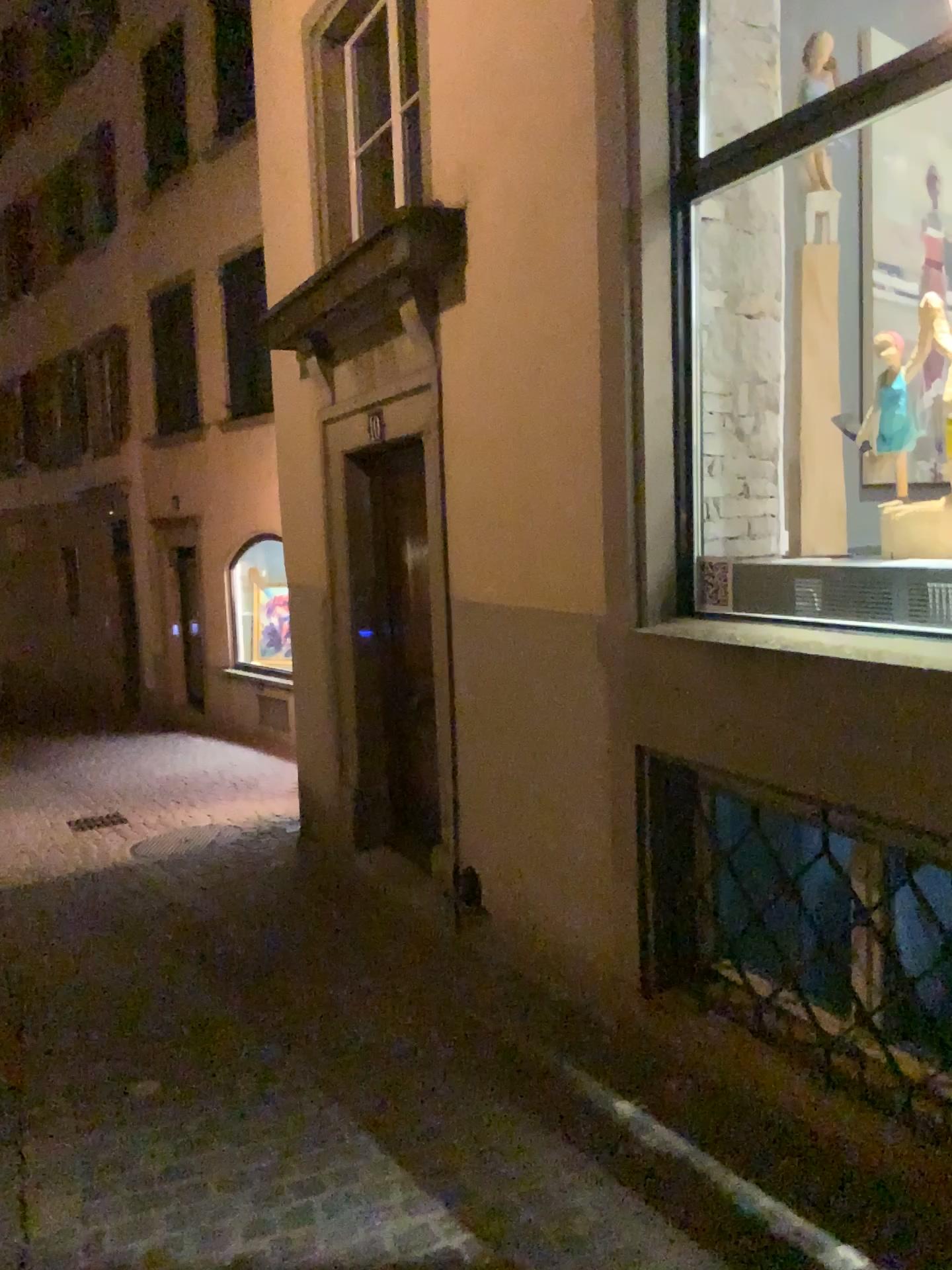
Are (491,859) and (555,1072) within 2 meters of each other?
yes
